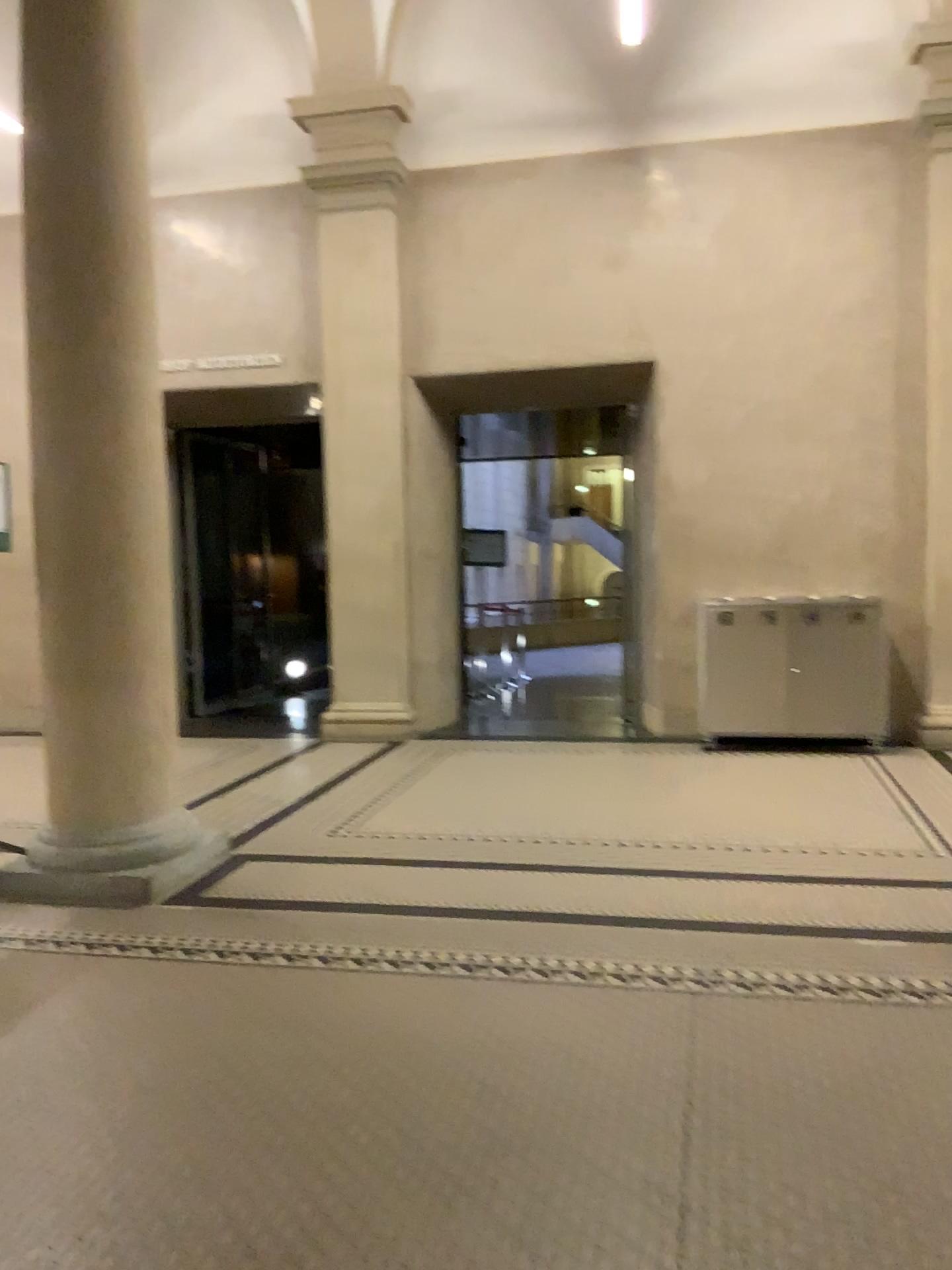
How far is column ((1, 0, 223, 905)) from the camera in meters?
4.2

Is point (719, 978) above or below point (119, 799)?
below

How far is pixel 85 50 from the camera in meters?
4.2
